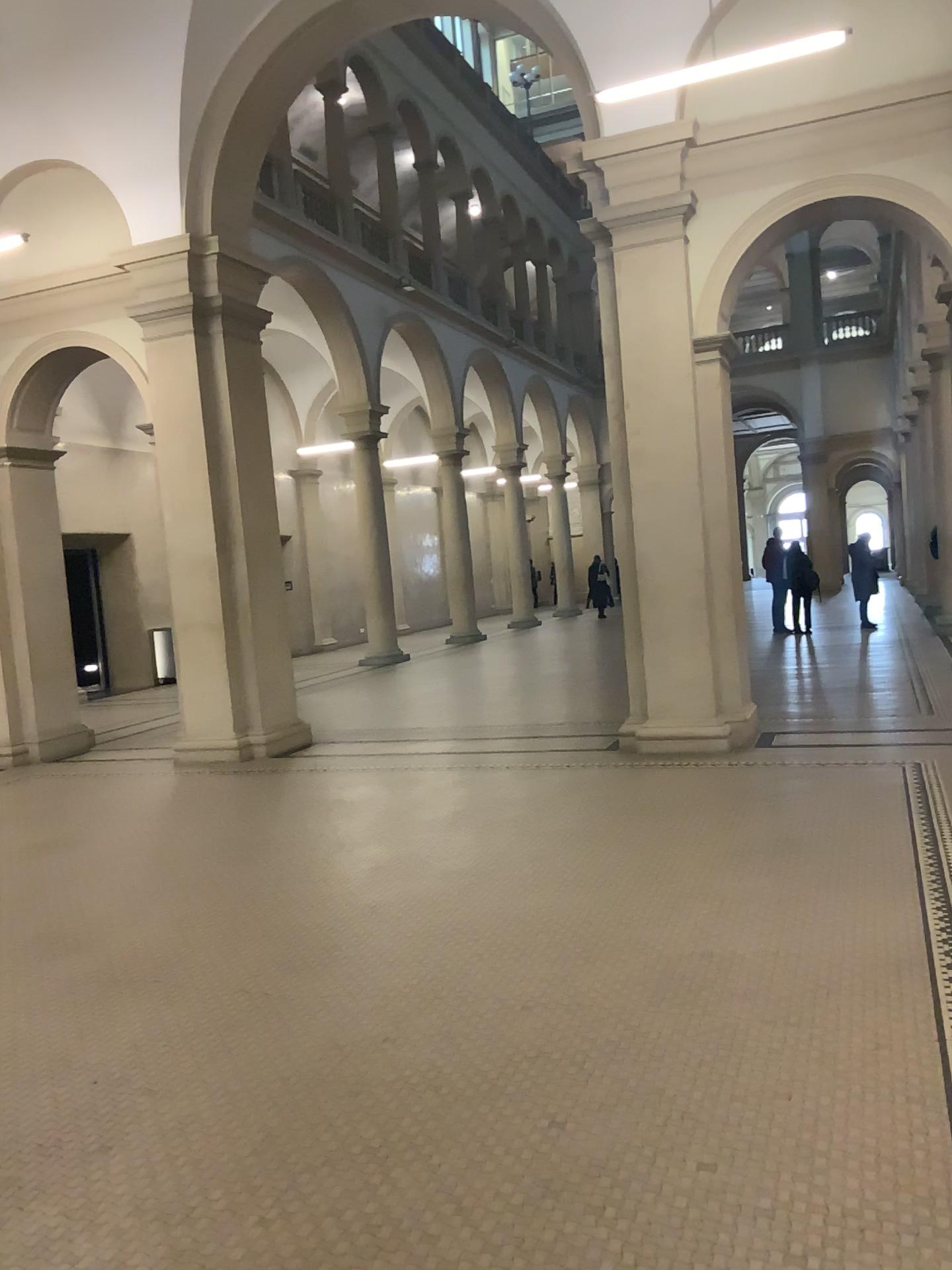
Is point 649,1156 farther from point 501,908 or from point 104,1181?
point 501,908
